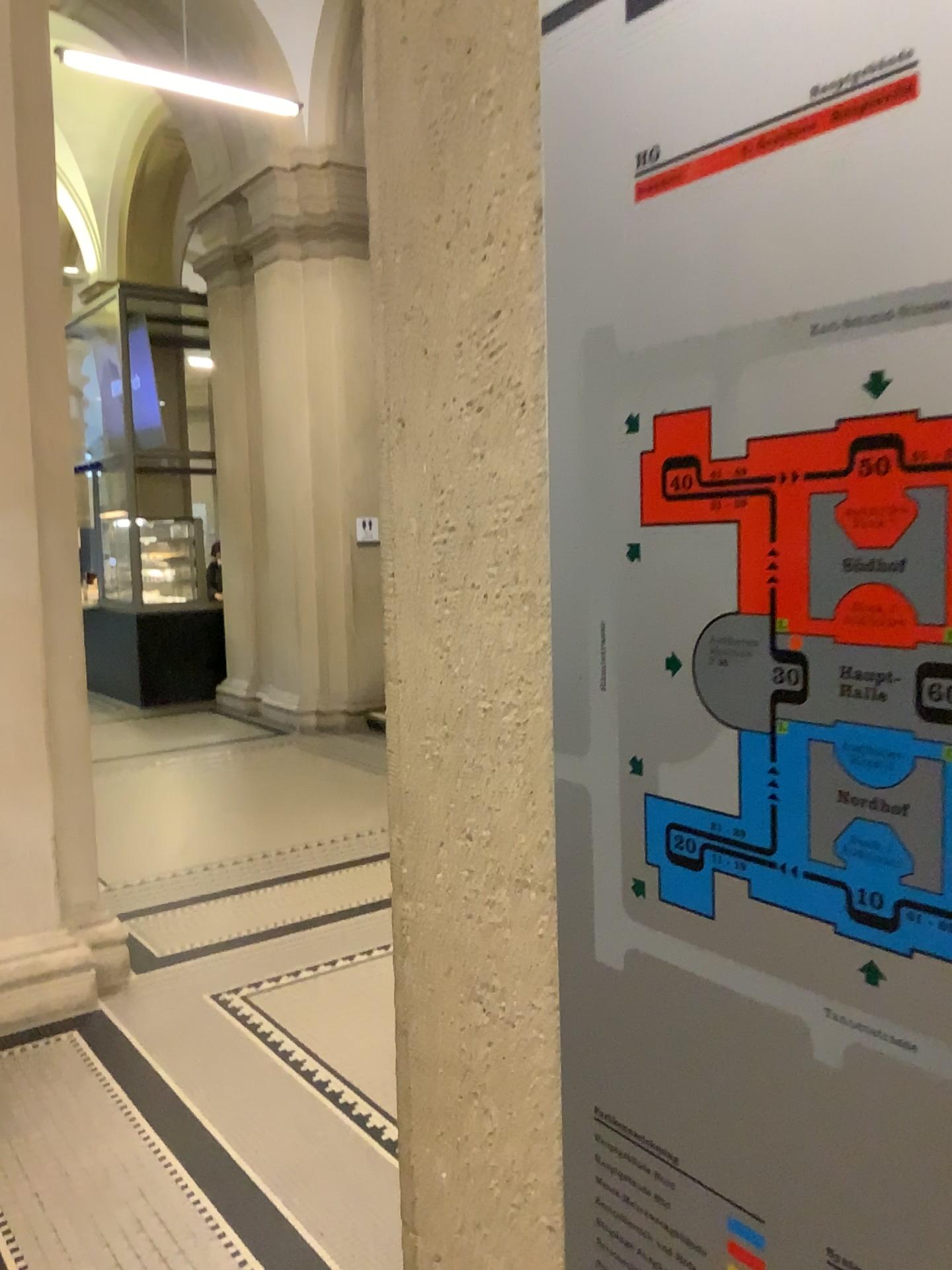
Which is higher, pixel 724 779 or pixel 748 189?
pixel 748 189

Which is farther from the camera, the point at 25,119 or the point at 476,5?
the point at 25,119

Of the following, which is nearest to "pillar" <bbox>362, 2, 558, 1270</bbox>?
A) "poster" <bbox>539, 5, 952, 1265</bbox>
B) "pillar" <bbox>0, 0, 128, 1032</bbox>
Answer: "poster" <bbox>539, 5, 952, 1265</bbox>

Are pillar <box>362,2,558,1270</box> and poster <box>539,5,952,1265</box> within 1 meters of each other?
yes

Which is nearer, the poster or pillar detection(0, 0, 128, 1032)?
the poster

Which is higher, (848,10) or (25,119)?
(25,119)

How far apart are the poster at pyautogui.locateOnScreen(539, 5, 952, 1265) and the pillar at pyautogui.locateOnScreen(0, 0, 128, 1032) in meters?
3.4 m

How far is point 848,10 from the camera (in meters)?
0.42

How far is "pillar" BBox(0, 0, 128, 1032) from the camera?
3.6m

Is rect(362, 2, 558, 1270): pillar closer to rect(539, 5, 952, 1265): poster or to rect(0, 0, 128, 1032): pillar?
rect(539, 5, 952, 1265): poster
